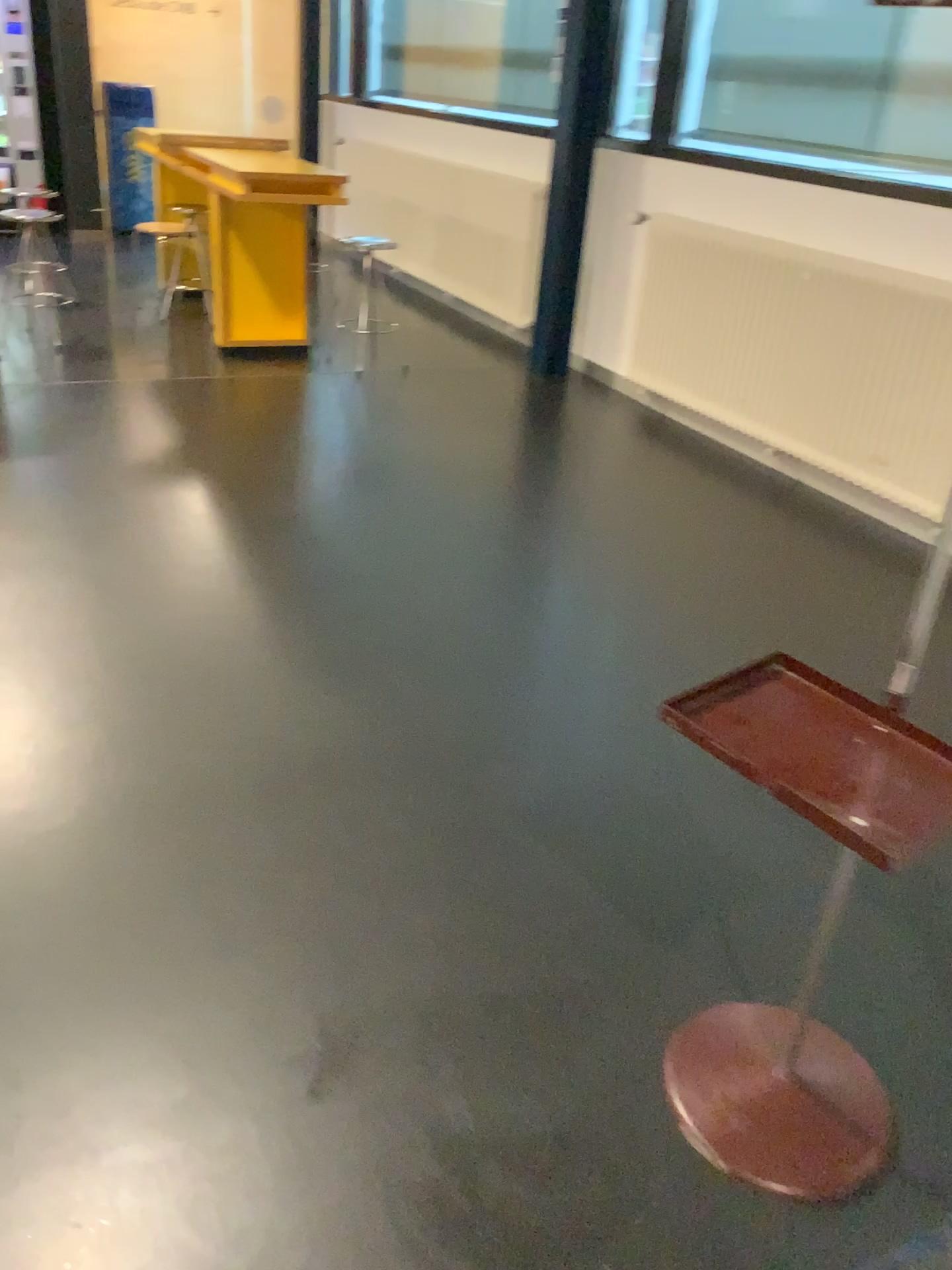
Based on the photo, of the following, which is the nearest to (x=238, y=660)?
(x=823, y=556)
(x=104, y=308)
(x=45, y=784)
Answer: (x=45, y=784)

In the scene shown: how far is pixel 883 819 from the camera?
A: 1.12m

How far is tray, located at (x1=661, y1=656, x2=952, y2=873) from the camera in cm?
112
